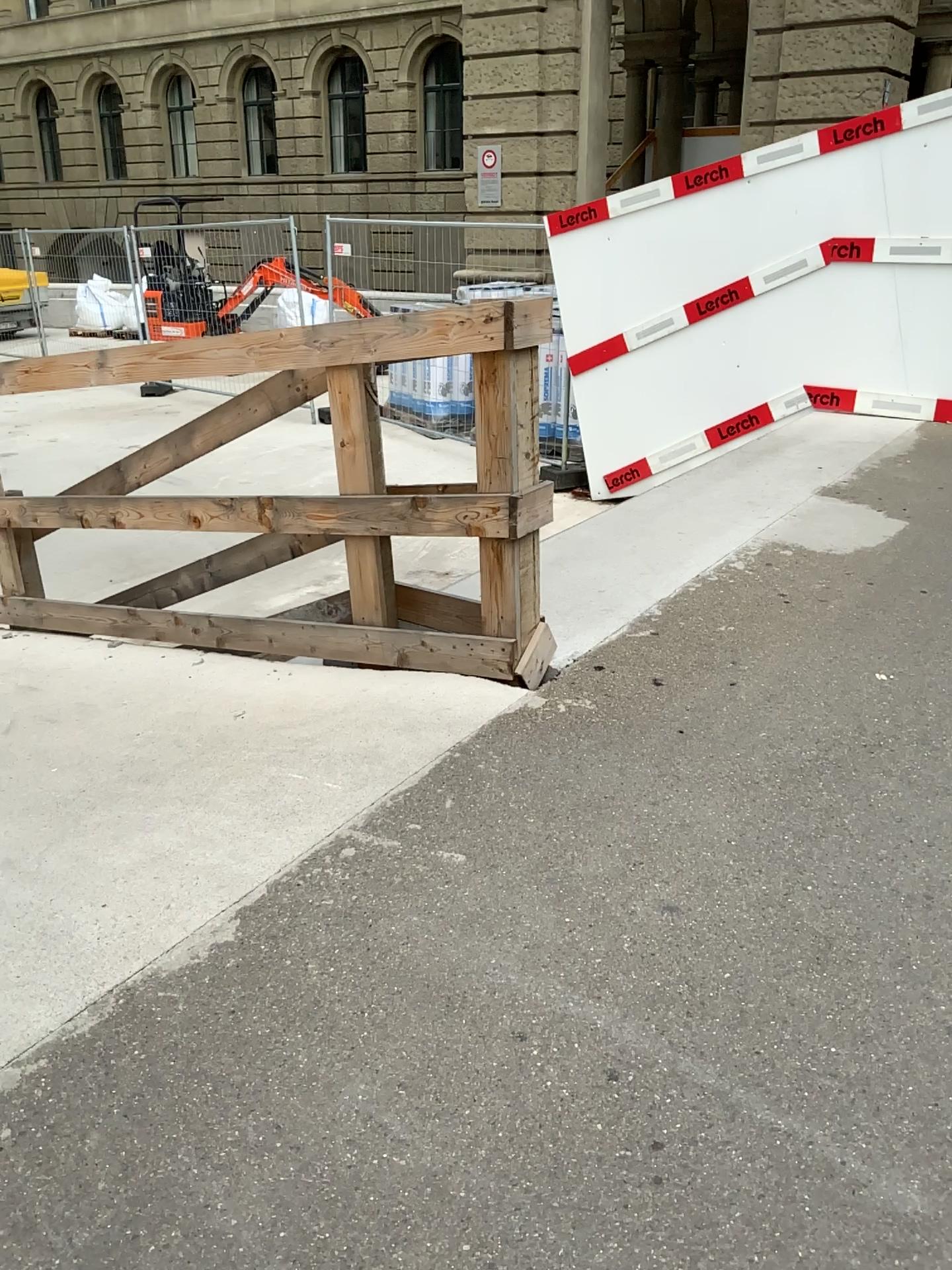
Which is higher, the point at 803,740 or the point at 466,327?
the point at 466,327
